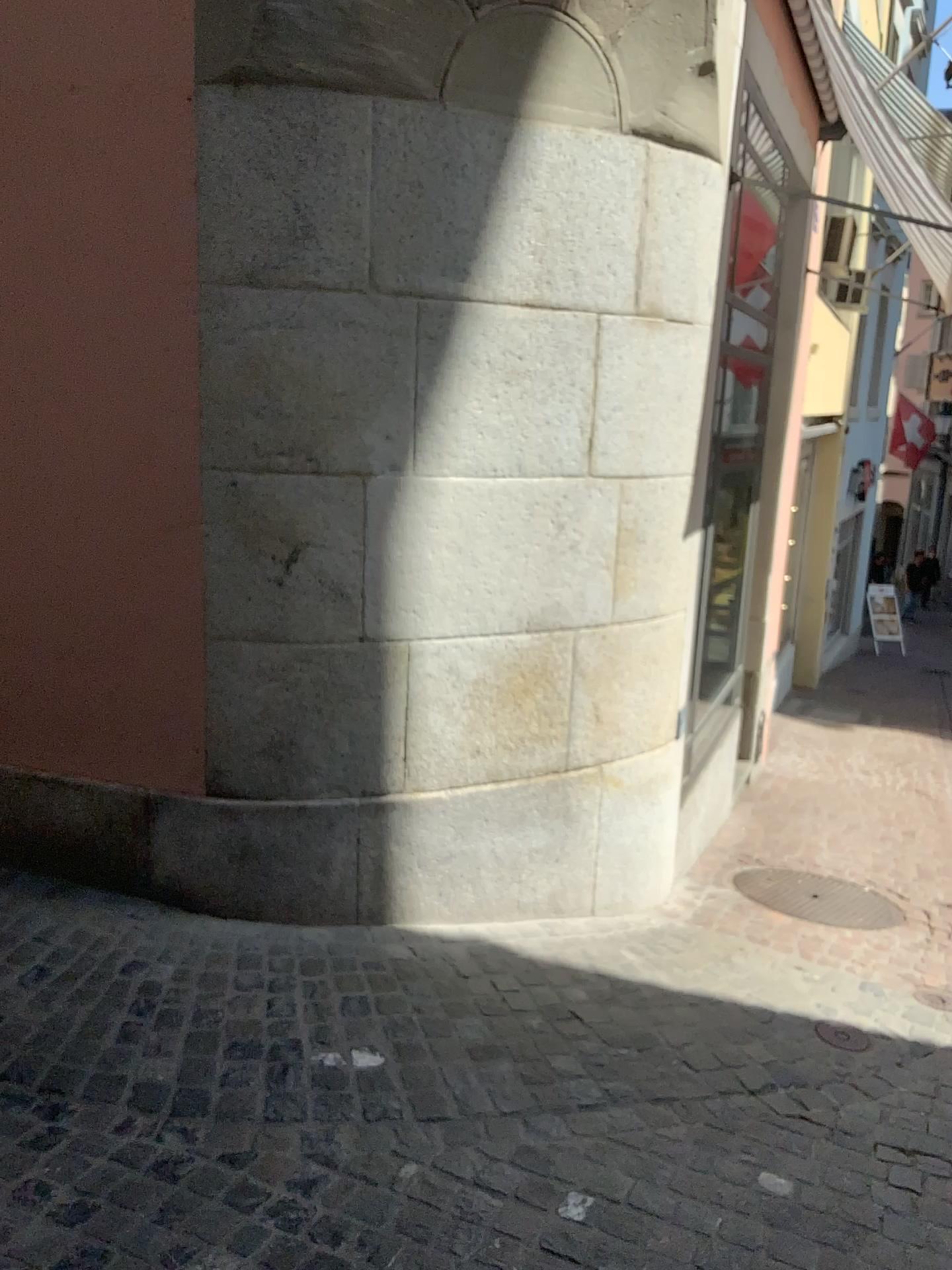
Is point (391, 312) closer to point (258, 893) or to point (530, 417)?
point (530, 417)
